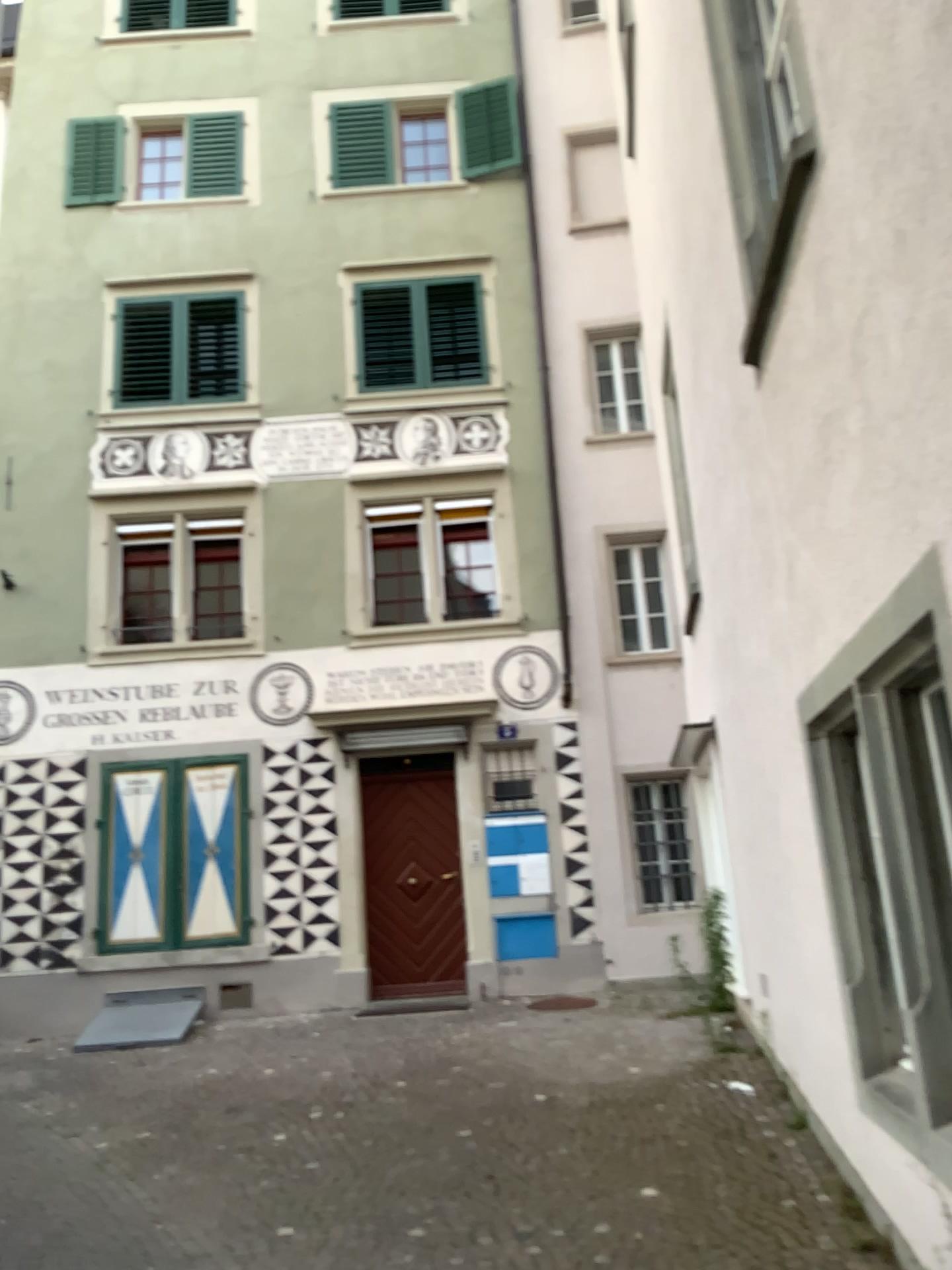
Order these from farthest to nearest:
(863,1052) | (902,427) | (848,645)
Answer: (863,1052)
(848,645)
(902,427)
